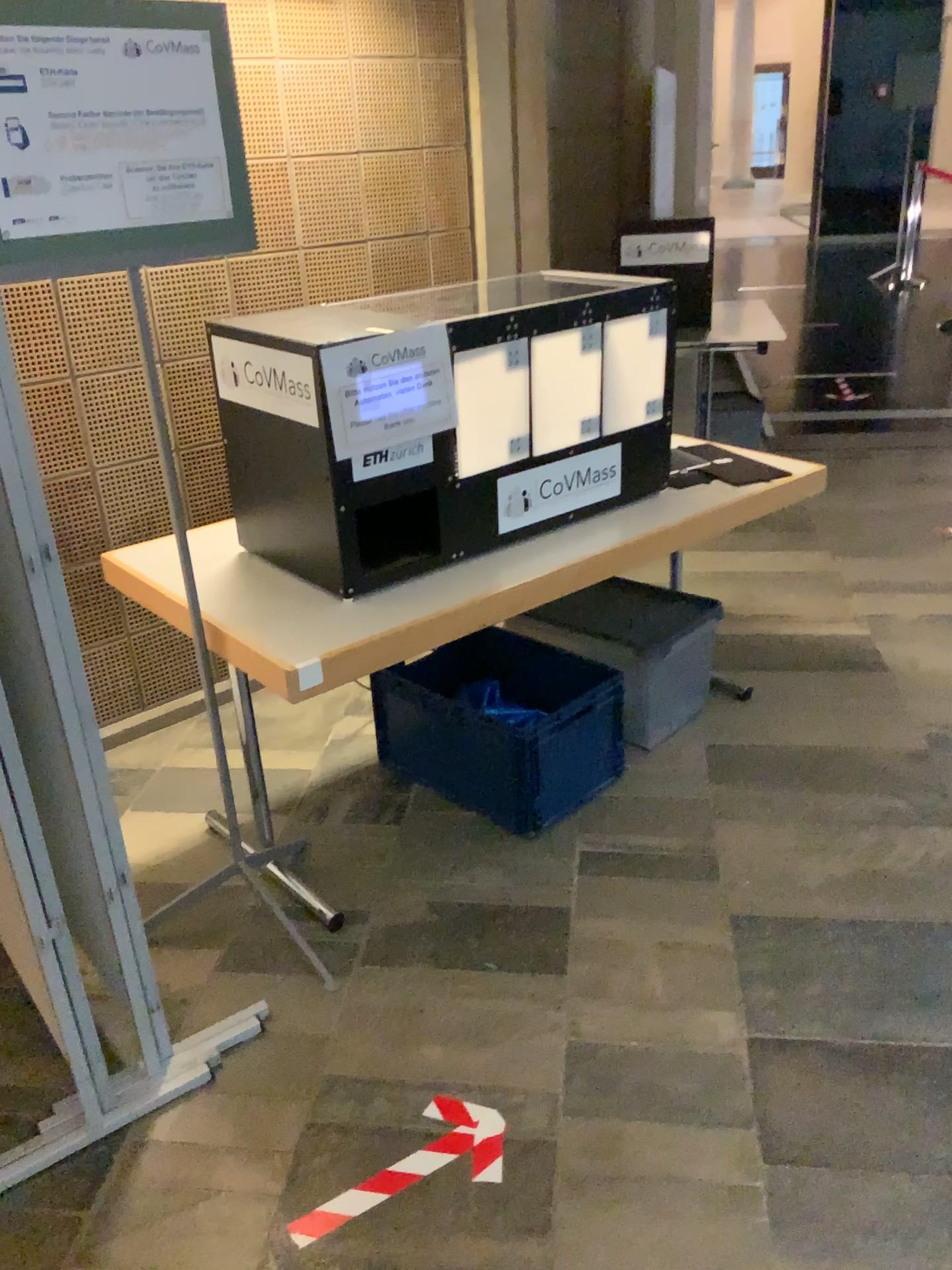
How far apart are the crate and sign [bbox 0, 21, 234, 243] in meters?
1.3 m

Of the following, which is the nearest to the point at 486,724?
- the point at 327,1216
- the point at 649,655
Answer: the point at 649,655

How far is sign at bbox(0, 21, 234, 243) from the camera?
1.62m

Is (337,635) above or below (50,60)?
below

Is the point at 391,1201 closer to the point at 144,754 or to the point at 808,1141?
the point at 808,1141

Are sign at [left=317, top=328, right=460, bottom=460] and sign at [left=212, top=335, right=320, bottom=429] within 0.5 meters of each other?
yes

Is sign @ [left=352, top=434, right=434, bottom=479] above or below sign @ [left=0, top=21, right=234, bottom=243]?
below

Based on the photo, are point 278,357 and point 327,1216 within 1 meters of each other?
no

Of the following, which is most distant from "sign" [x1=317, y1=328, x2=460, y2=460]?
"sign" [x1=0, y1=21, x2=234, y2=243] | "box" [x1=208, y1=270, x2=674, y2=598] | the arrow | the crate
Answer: the arrow

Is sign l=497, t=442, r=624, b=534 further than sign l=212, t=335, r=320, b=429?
Yes
